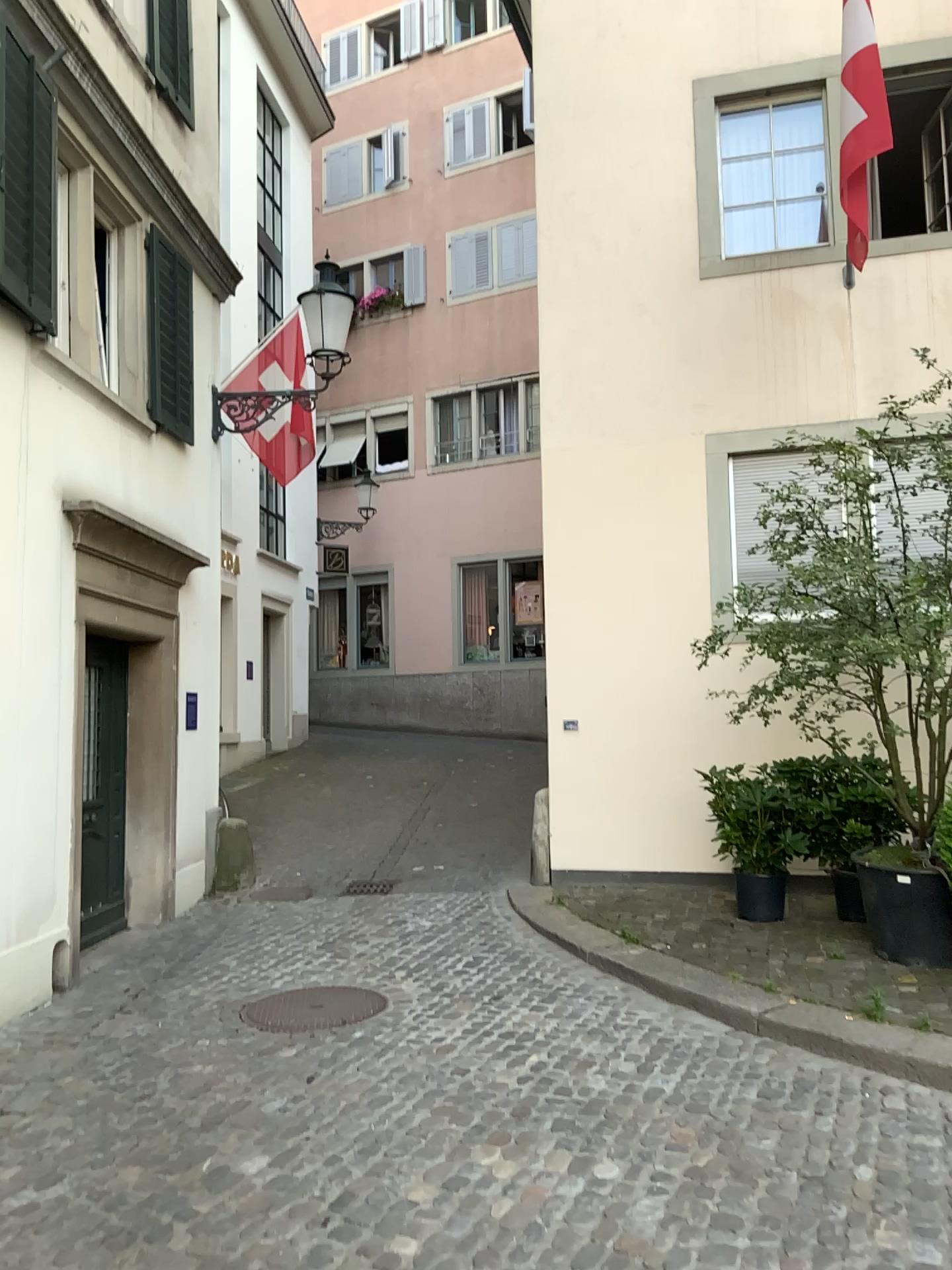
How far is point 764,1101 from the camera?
3.89m

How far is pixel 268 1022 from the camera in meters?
4.9

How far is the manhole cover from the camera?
4.89m
